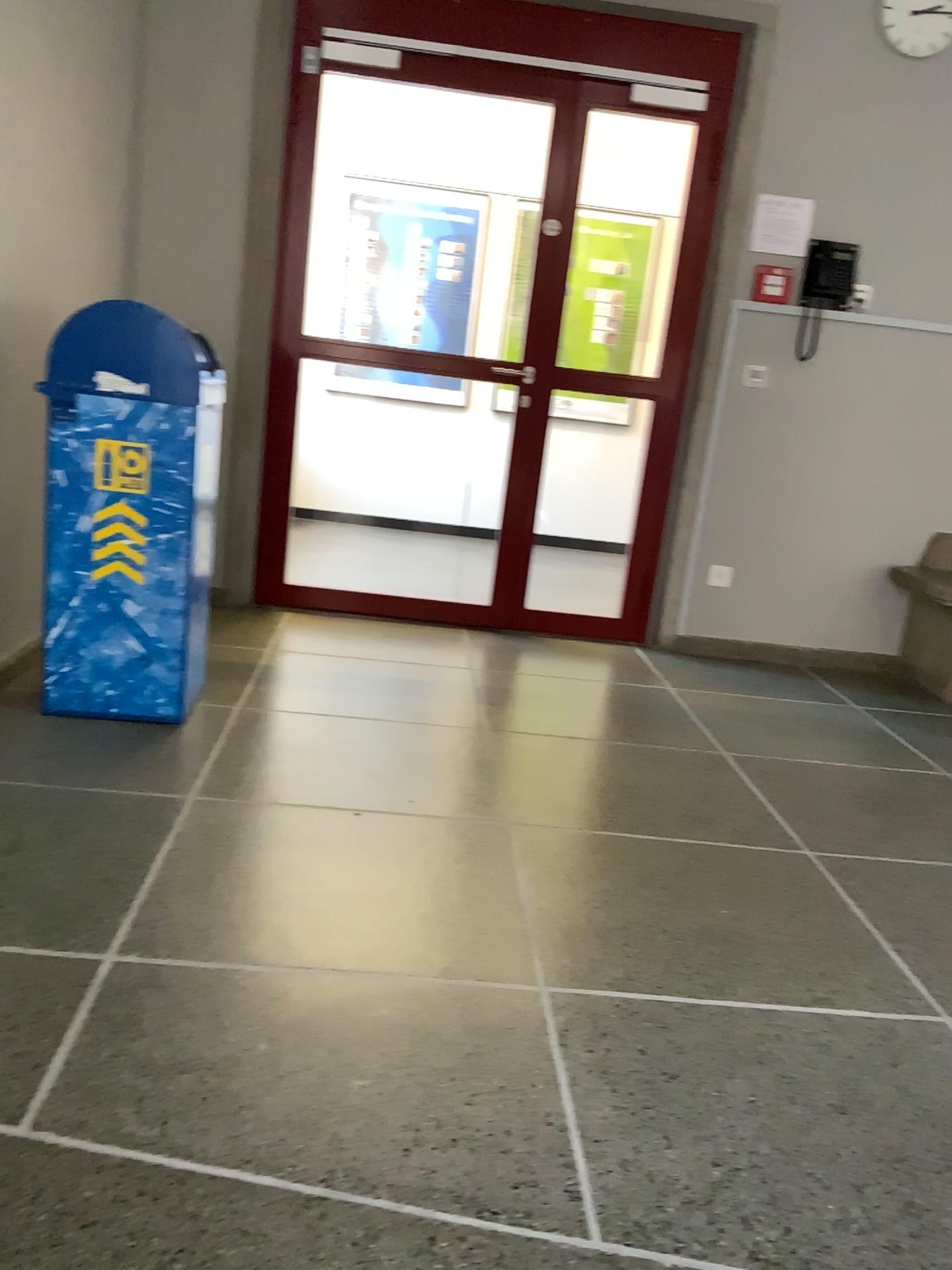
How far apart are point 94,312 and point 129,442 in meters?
0.3 m

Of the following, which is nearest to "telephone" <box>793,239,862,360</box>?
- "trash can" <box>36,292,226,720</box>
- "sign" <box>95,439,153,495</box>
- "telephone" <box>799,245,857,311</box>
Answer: "telephone" <box>799,245,857,311</box>

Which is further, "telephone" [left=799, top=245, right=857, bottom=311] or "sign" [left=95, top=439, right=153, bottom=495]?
"telephone" [left=799, top=245, right=857, bottom=311]

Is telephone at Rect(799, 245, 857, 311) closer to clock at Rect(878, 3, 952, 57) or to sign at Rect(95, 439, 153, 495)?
clock at Rect(878, 3, 952, 57)

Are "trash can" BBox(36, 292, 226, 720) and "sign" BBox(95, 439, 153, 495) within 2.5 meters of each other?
yes

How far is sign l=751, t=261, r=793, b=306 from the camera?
4.16m

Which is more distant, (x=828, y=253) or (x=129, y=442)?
(x=828, y=253)

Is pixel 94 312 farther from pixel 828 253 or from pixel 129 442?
pixel 828 253

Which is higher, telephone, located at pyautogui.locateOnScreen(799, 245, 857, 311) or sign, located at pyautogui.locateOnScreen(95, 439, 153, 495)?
telephone, located at pyautogui.locateOnScreen(799, 245, 857, 311)

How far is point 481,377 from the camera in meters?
4.2 m
